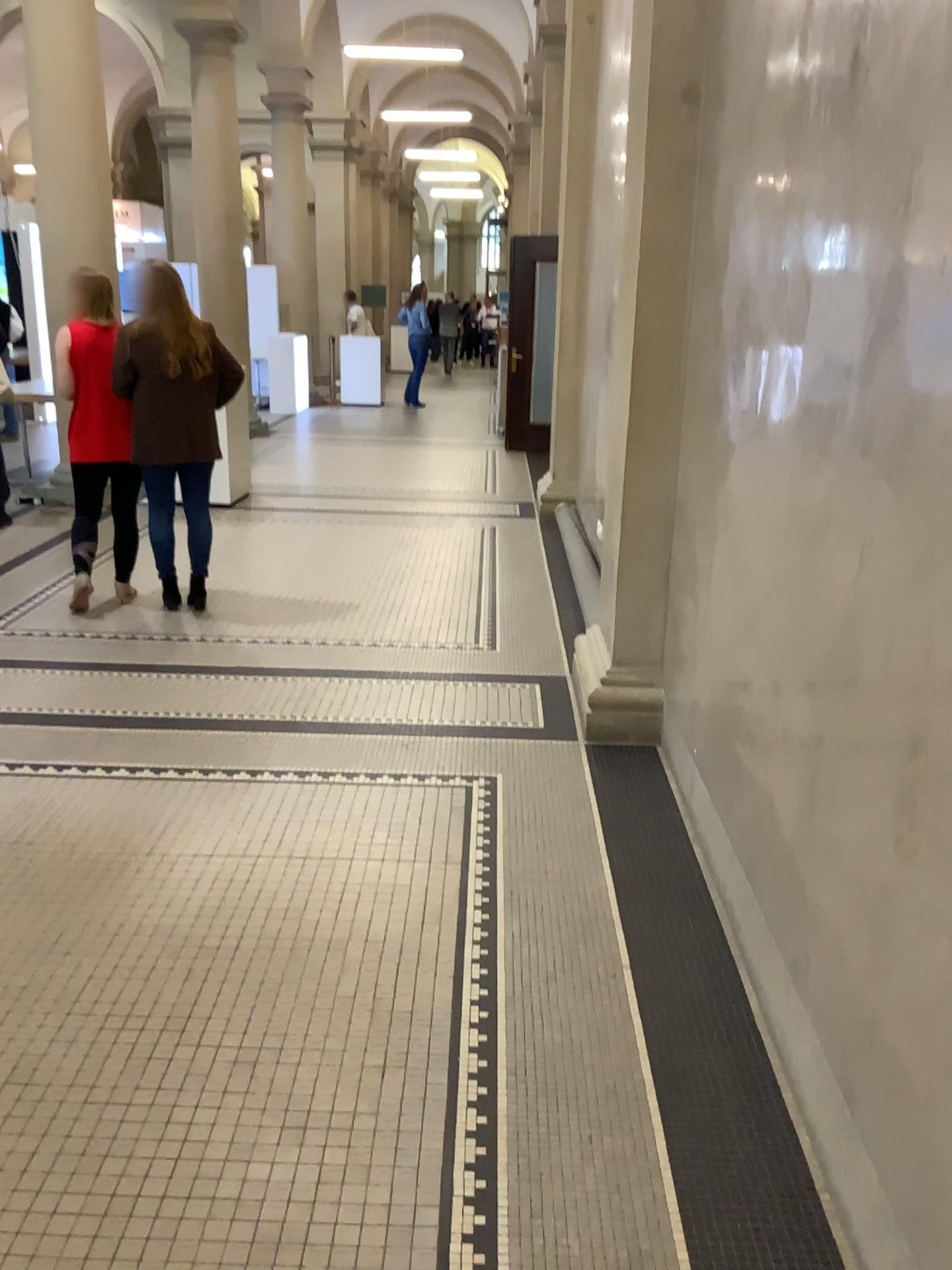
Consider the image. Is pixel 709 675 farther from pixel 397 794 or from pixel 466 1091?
pixel 466 1091
